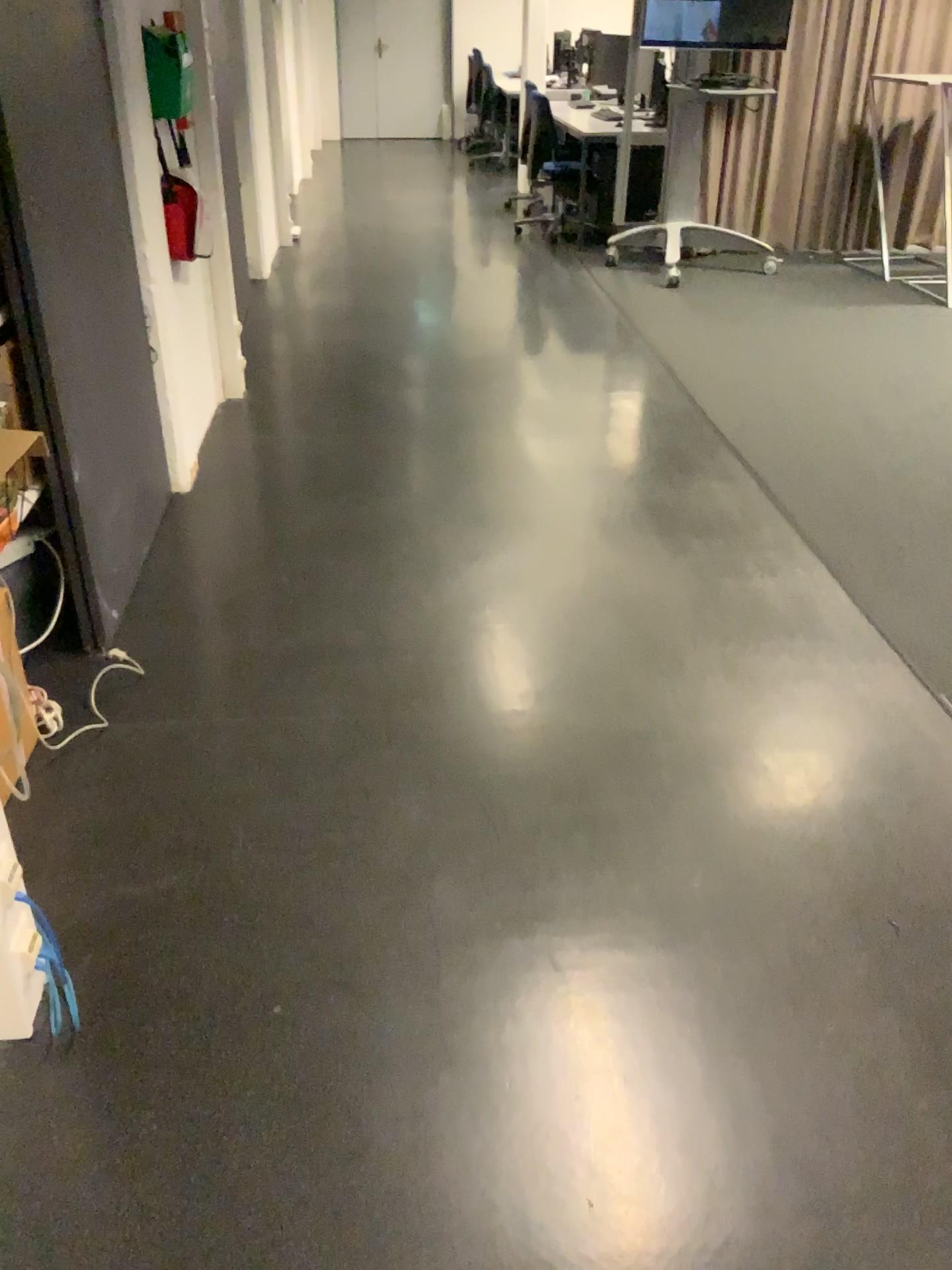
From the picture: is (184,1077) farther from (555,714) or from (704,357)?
(704,357)
